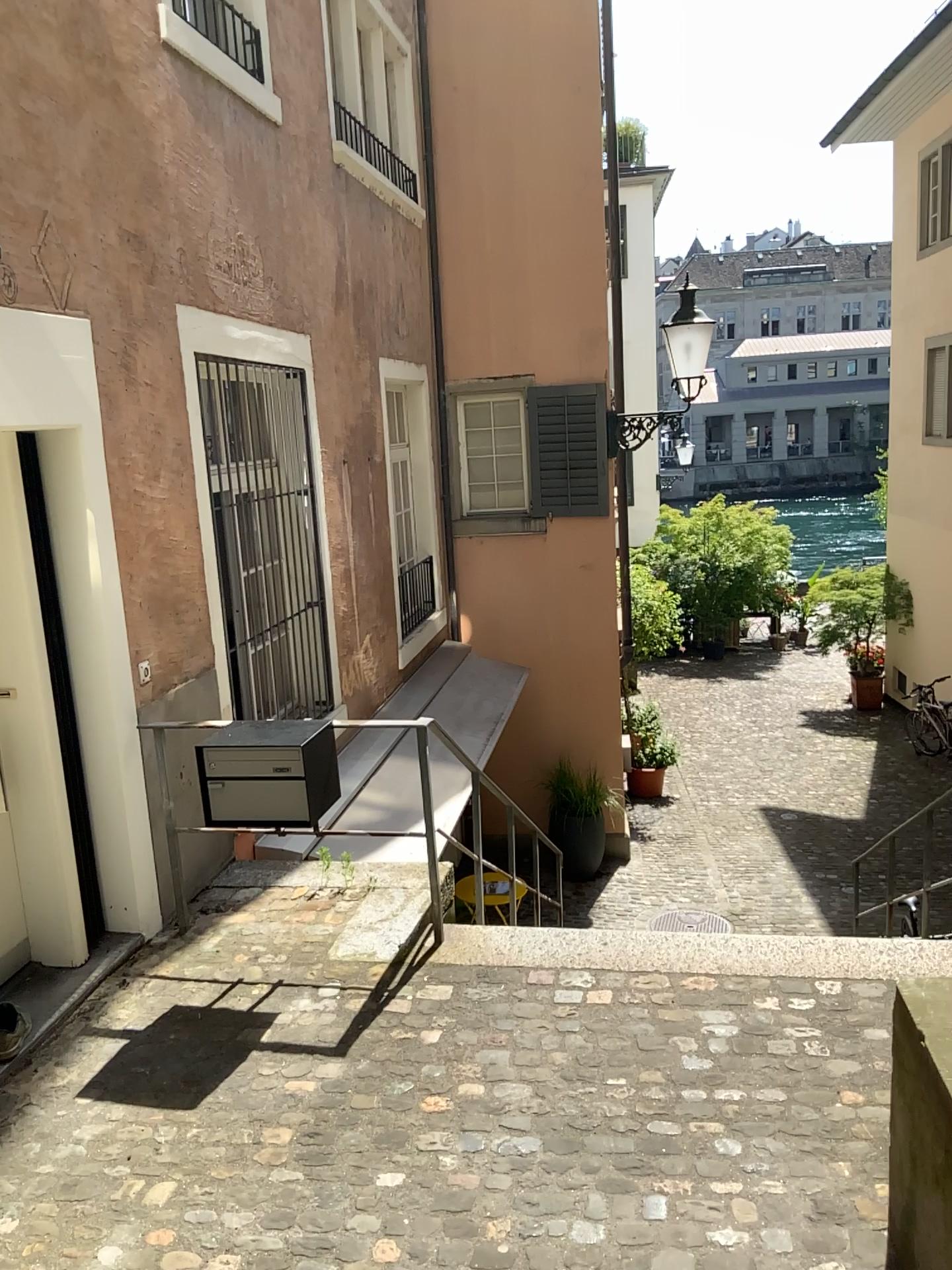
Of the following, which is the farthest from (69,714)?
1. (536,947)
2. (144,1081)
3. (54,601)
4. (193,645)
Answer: (536,947)
